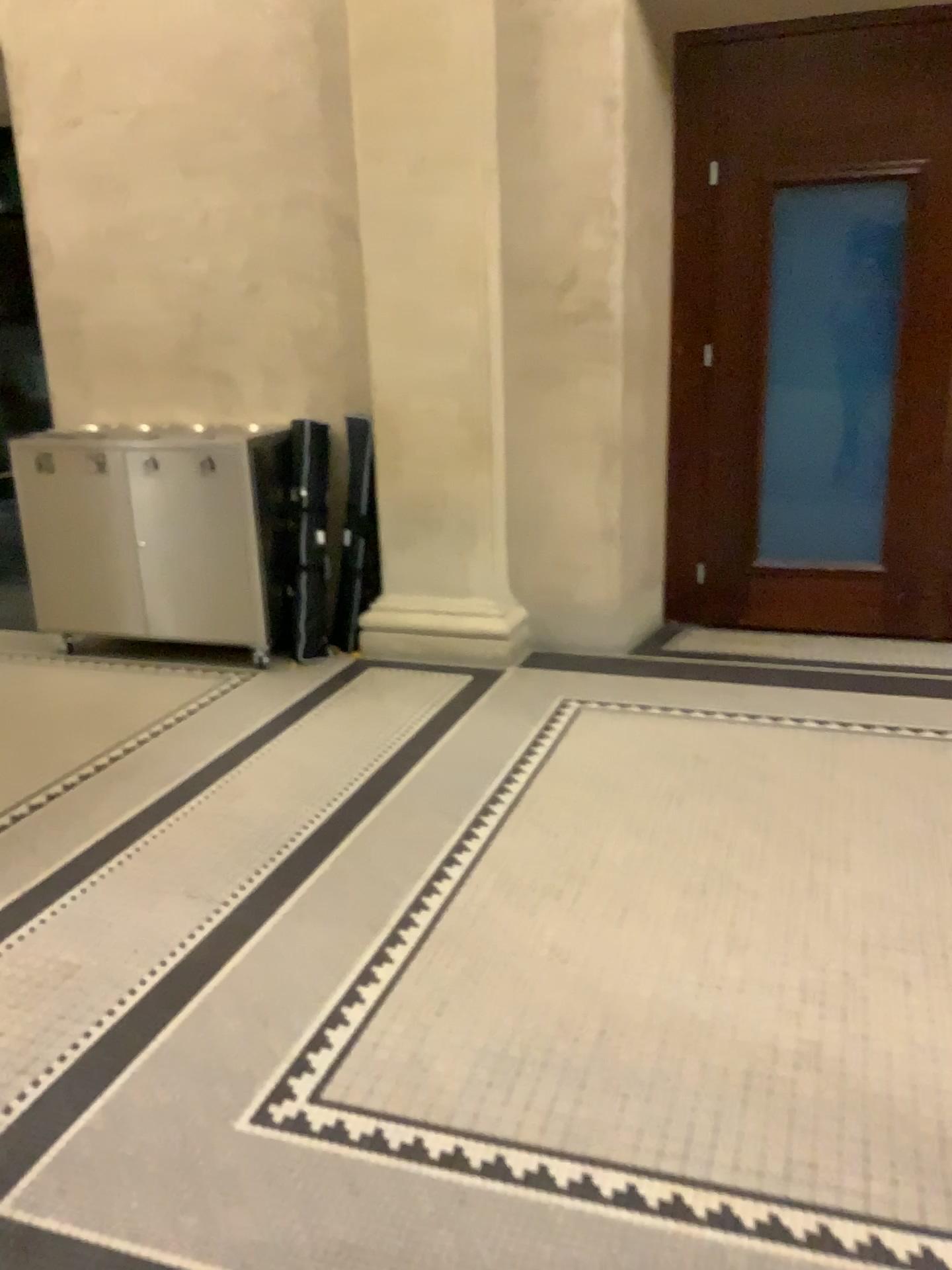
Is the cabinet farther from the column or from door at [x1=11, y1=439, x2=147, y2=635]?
the column

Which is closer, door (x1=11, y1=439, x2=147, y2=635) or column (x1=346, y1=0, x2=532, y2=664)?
column (x1=346, y1=0, x2=532, y2=664)

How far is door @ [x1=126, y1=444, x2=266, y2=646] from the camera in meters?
4.6

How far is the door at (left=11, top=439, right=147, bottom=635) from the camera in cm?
461

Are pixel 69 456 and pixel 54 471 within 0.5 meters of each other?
yes

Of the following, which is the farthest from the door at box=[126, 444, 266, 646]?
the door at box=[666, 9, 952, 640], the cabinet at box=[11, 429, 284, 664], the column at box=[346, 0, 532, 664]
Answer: the door at box=[666, 9, 952, 640]

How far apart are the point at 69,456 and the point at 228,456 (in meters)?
0.69

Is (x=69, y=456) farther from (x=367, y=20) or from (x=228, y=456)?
(x=367, y=20)

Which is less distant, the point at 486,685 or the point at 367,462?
the point at 486,685
